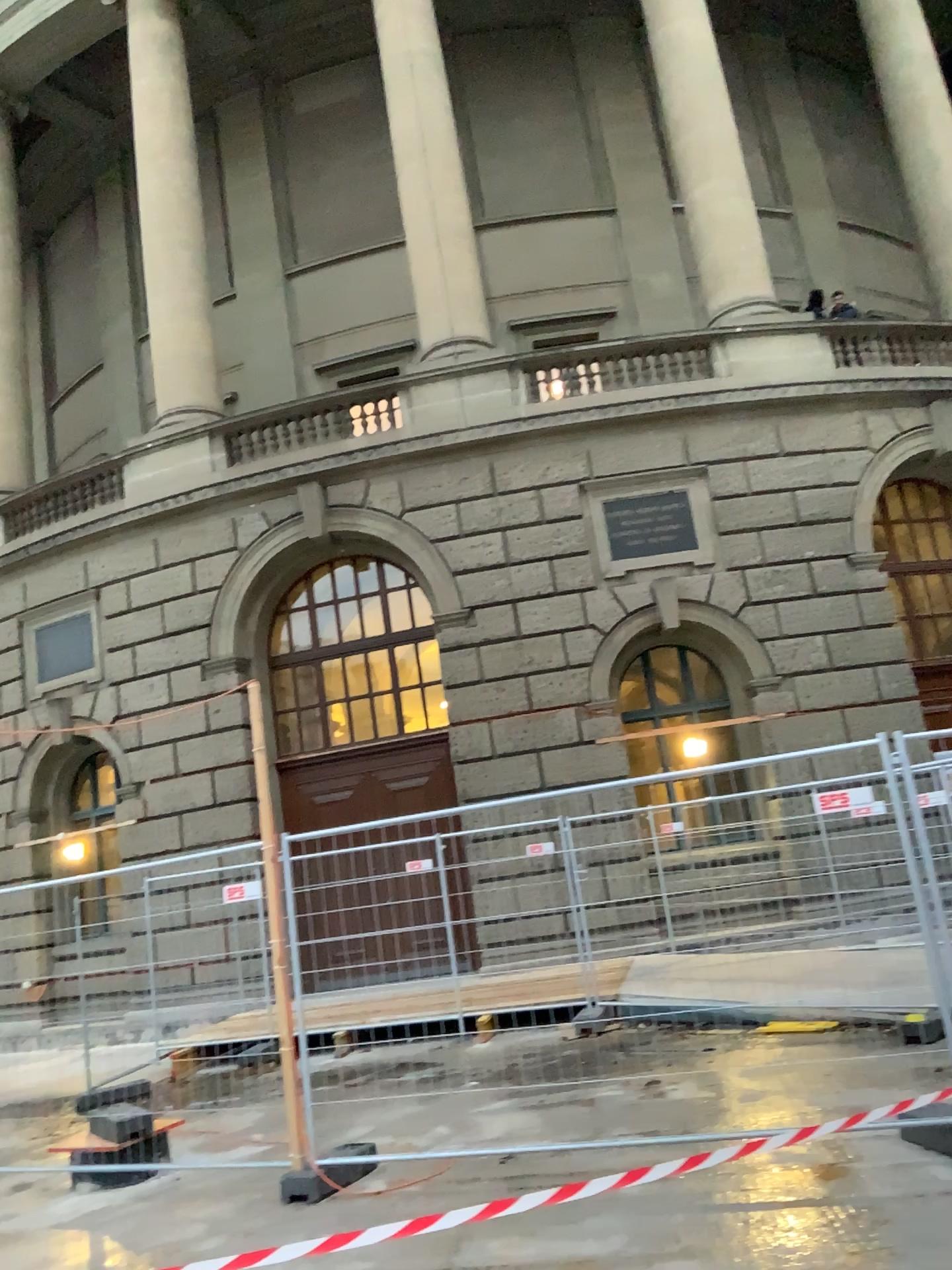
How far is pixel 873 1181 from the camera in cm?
458
